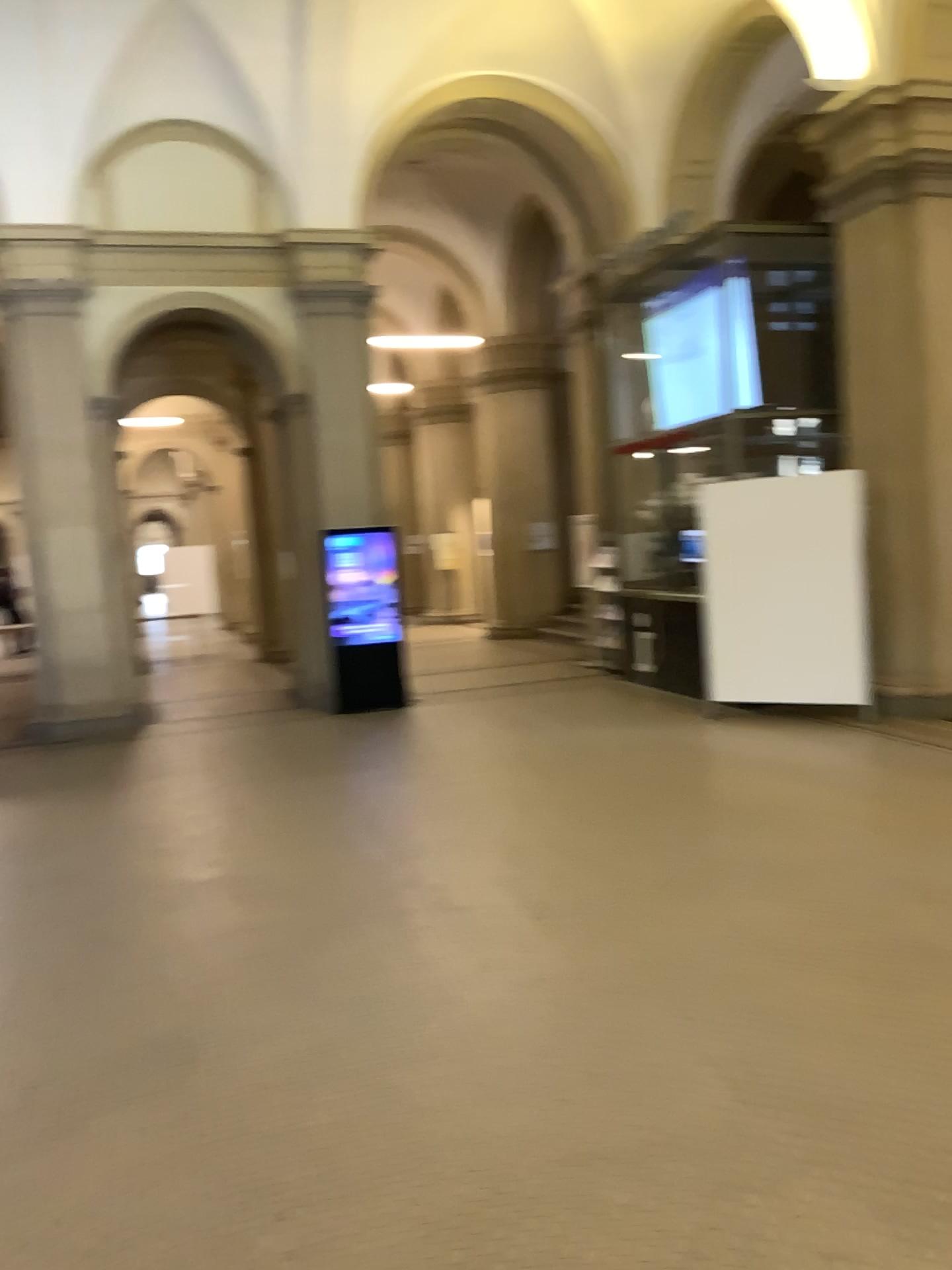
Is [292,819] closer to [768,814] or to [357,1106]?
[768,814]
